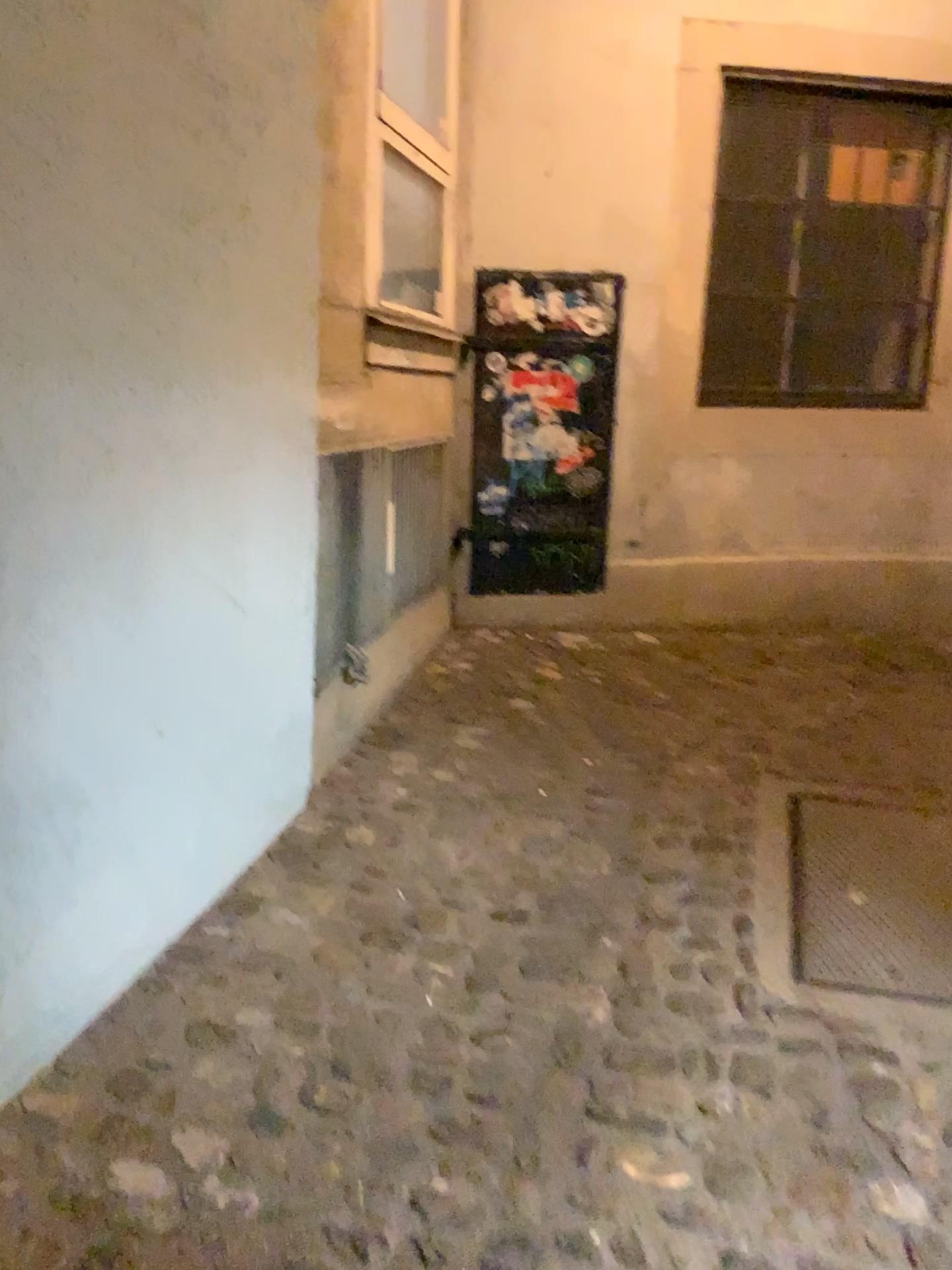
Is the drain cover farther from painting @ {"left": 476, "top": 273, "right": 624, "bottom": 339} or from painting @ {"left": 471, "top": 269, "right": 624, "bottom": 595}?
painting @ {"left": 476, "top": 273, "right": 624, "bottom": 339}

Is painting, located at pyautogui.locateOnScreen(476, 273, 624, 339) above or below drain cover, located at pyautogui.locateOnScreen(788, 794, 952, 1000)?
above

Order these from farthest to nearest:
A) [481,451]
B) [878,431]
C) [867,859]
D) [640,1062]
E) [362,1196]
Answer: [878,431] < [481,451] < [867,859] < [640,1062] < [362,1196]

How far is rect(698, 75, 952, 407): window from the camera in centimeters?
417cm

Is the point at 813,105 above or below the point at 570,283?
above

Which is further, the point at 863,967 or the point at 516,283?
the point at 516,283

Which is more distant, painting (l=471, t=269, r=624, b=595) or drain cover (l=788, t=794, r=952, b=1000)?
painting (l=471, t=269, r=624, b=595)

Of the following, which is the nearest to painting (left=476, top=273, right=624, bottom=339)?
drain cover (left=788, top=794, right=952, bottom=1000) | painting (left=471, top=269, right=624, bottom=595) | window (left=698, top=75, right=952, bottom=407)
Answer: painting (left=471, top=269, right=624, bottom=595)

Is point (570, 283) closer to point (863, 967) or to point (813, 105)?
point (813, 105)
